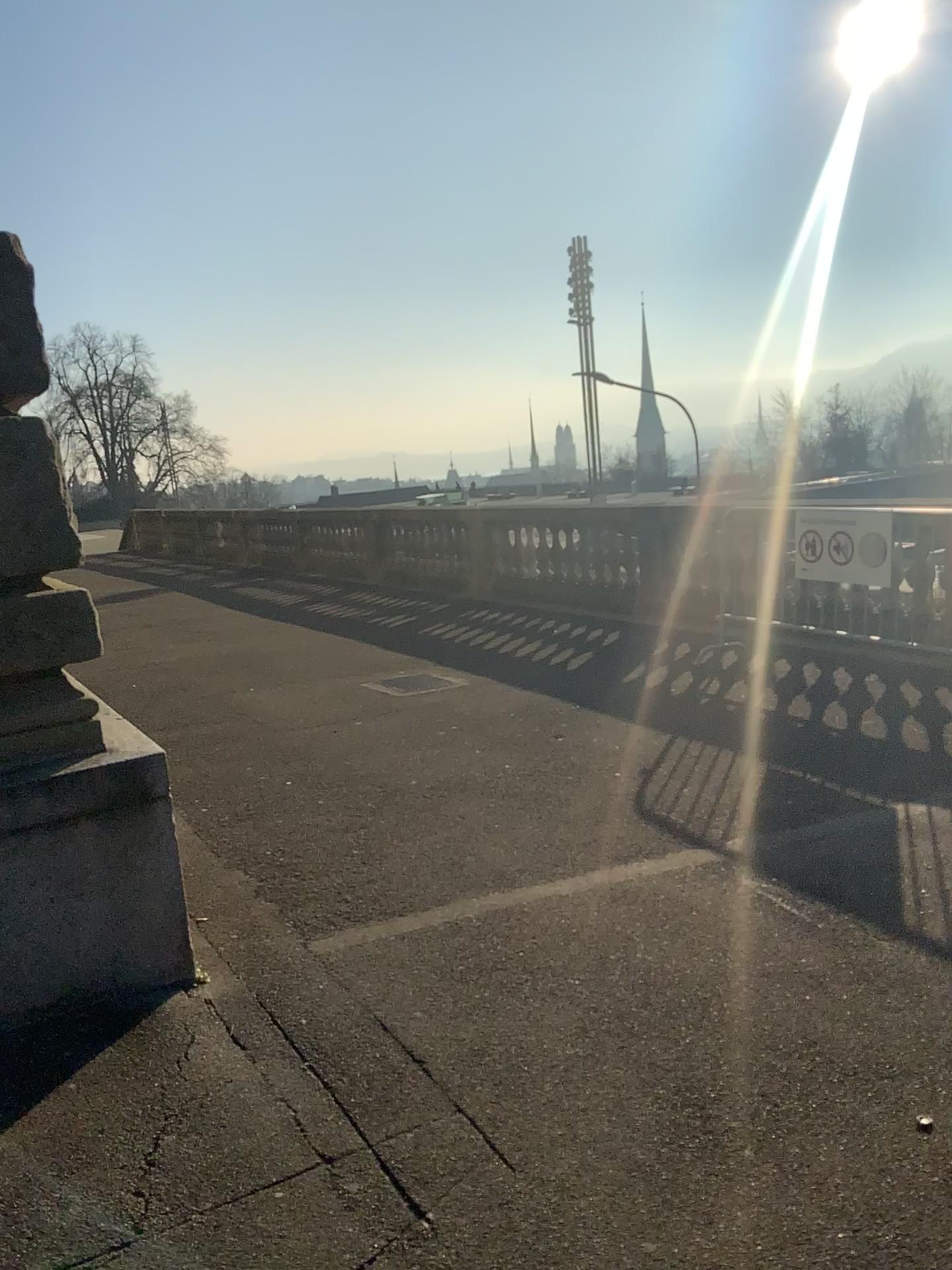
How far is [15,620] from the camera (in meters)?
2.95

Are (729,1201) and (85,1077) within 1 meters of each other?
no

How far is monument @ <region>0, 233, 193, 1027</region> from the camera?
3.0m
